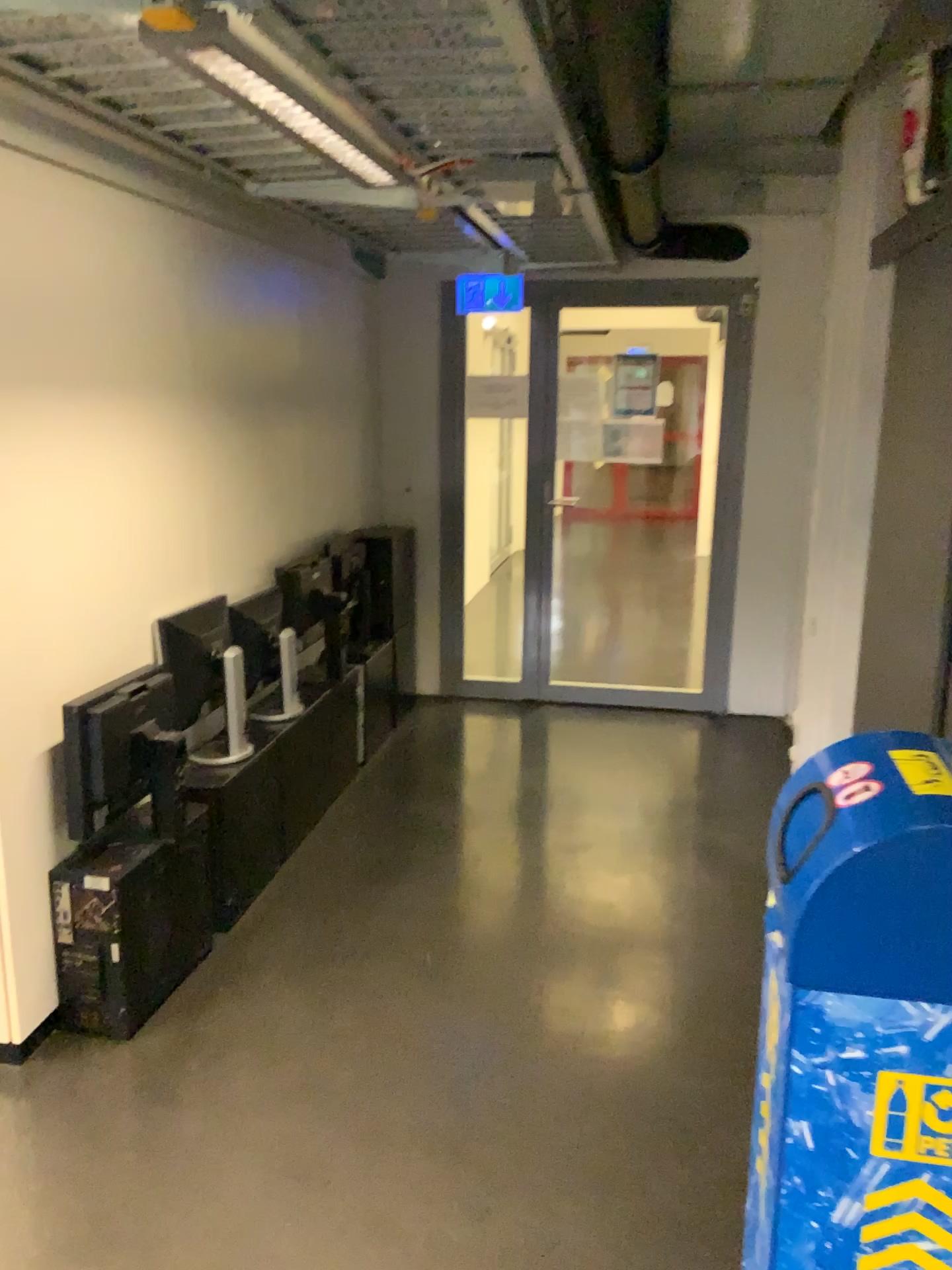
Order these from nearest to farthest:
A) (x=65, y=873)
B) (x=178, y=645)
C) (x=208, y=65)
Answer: (x=208, y=65) → (x=65, y=873) → (x=178, y=645)

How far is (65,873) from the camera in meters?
2.6 m

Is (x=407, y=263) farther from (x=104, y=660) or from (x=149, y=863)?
(x=149, y=863)

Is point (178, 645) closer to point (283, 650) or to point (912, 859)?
point (283, 650)

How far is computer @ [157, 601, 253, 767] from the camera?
3.12m

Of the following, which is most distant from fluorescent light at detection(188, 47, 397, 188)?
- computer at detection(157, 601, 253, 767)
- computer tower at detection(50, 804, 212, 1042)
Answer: computer tower at detection(50, 804, 212, 1042)

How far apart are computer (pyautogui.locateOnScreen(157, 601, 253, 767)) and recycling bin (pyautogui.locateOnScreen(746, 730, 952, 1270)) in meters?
2.0

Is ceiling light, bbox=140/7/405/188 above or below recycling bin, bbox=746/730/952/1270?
above

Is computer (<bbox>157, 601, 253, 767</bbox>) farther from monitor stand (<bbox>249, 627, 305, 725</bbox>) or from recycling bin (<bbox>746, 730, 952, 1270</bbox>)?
recycling bin (<bbox>746, 730, 952, 1270</bbox>)

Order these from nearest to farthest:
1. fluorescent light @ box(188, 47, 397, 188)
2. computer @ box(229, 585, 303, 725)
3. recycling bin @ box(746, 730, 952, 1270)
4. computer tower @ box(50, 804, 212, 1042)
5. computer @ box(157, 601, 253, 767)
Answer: recycling bin @ box(746, 730, 952, 1270) → fluorescent light @ box(188, 47, 397, 188) → computer tower @ box(50, 804, 212, 1042) → computer @ box(157, 601, 253, 767) → computer @ box(229, 585, 303, 725)
